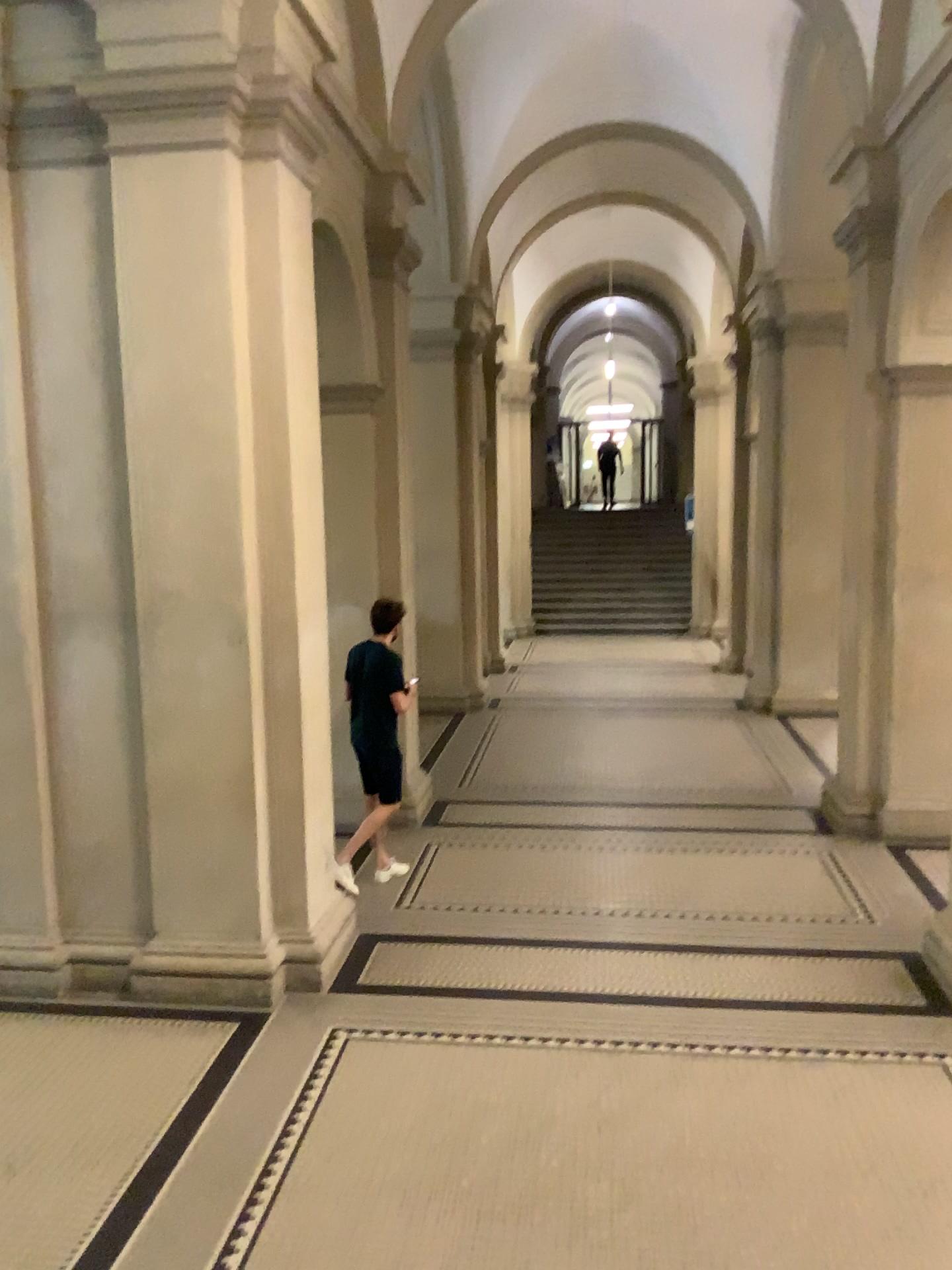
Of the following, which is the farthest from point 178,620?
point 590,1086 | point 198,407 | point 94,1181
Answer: point 590,1086
